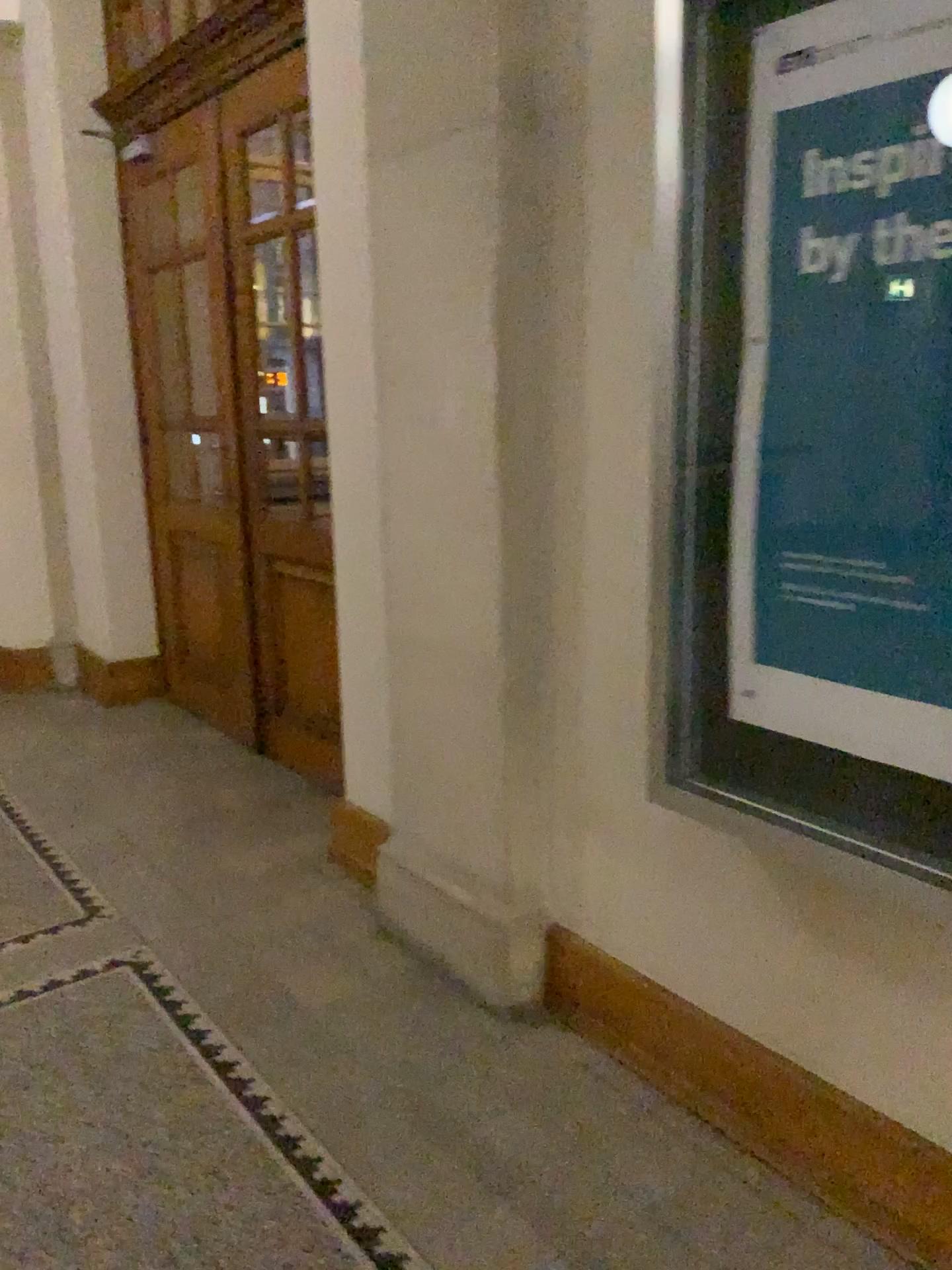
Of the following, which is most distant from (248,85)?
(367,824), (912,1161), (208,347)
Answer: (912,1161)

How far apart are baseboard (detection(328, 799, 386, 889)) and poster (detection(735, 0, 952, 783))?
1.65m

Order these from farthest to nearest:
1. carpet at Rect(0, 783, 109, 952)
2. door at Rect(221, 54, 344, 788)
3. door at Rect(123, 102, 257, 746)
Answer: door at Rect(123, 102, 257, 746), door at Rect(221, 54, 344, 788), carpet at Rect(0, 783, 109, 952)

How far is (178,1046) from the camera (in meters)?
2.51

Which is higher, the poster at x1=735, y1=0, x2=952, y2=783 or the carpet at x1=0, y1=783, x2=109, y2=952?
the poster at x1=735, y1=0, x2=952, y2=783

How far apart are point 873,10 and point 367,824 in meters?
2.5

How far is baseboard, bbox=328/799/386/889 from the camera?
3.3 meters

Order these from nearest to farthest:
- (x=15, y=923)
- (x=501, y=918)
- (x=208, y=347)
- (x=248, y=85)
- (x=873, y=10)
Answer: (x=873, y=10) → (x=501, y=918) → (x=15, y=923) → (x=248, y=85) → (x=208, y=347)

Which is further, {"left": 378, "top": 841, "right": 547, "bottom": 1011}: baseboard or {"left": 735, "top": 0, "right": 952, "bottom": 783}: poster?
{"left": 378, "top": 841, "right": 547, "bottom": 1011}: baseboard

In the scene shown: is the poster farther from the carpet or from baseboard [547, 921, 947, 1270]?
the carpet
